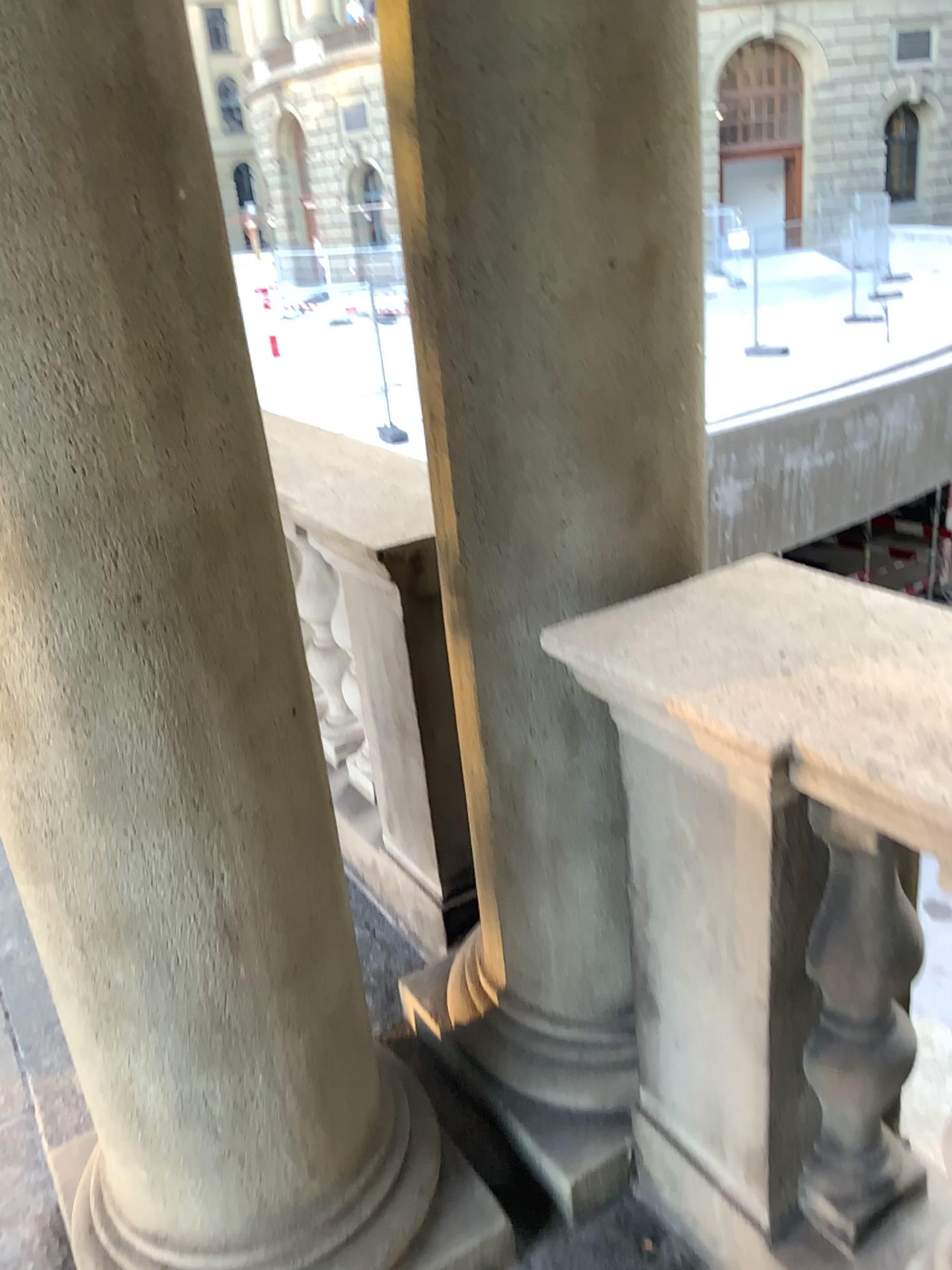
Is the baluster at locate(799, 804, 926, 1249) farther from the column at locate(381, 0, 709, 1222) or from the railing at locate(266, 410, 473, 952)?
the railing at locate(266, 410, 473, 952)

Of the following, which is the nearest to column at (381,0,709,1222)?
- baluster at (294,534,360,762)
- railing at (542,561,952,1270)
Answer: railing at (542,561,952,1270)

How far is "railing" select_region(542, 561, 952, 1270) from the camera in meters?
1.1 m

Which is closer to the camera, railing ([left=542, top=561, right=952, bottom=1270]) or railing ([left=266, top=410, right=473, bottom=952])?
railing ([left=542, top=561, right=952, bottom=1270])

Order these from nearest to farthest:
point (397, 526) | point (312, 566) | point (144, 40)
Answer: point (144, 40) < point (397, 526) < point (312, 566)

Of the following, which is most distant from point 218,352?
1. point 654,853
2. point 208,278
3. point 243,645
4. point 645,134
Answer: point 654,853

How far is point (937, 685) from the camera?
1.07m

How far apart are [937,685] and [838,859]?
0.3m

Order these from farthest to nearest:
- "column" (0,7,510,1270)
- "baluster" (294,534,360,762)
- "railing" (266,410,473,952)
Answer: "baluster" (294,534,360,762), "railing" (266,410,473,952), "column" (0,7,510,1270)

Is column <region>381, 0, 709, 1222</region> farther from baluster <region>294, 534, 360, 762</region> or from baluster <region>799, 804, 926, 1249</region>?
baluster <region>294, 534, 360, 762</region>
